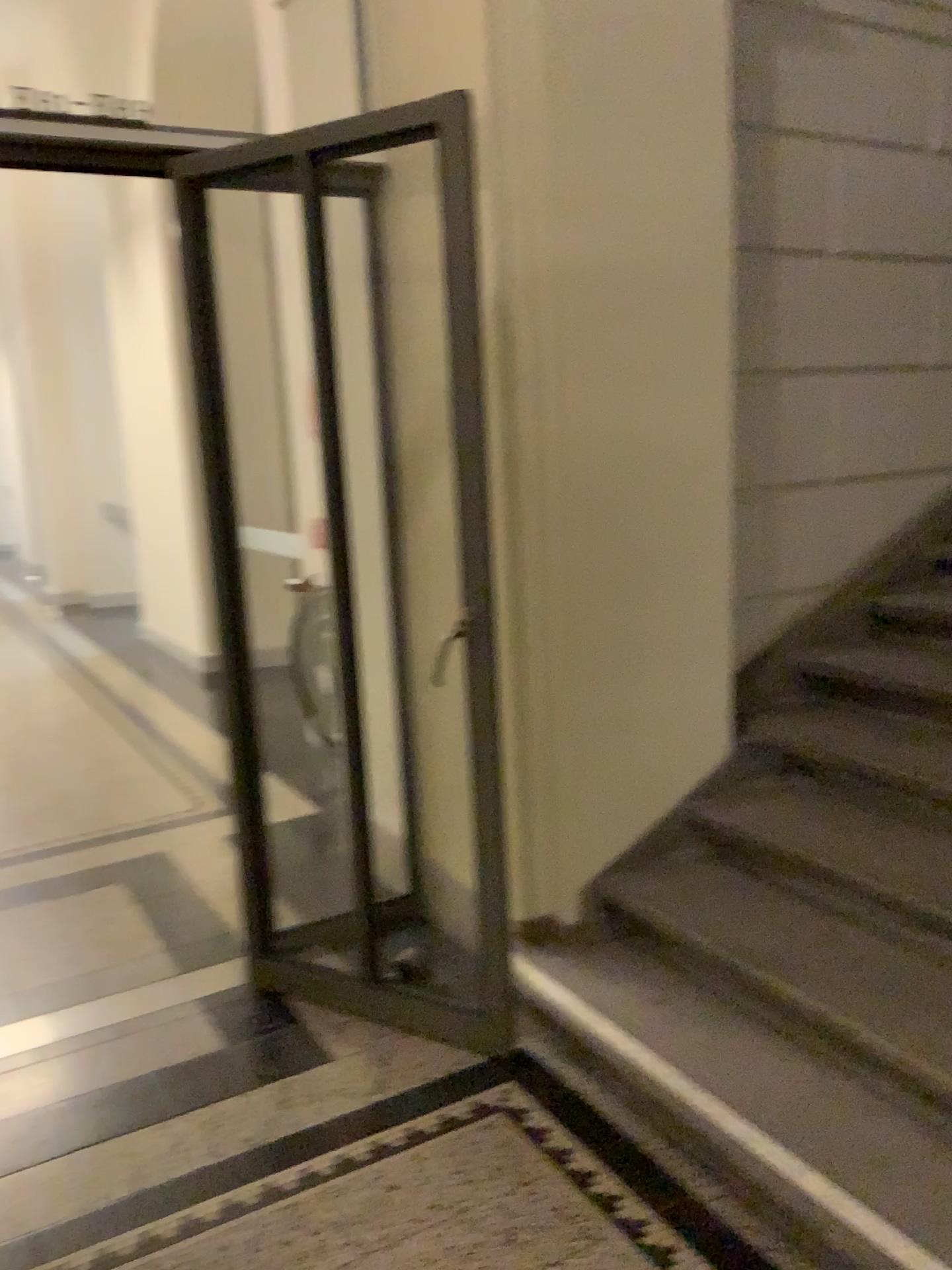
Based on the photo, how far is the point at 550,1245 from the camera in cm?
192

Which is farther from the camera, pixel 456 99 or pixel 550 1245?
pixel 456 99

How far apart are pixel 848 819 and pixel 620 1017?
0.8m

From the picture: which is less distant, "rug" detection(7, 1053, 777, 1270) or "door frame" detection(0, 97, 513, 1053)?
"rug" detection(7, 1053, 777, 1270)

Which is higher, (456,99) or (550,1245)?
(456,99)

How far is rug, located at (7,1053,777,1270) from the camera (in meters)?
1.92
